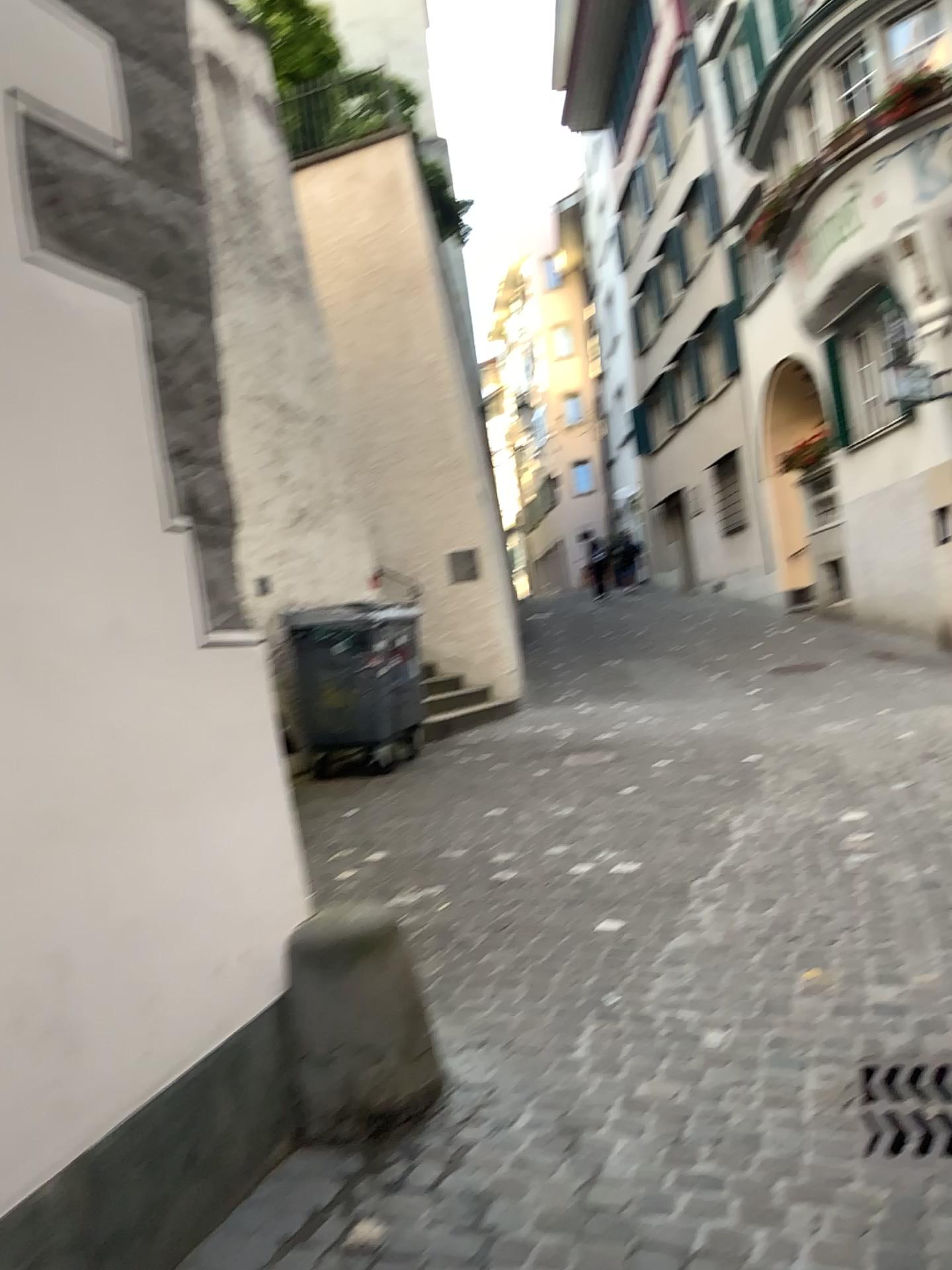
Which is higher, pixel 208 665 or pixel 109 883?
pixel 208 665
